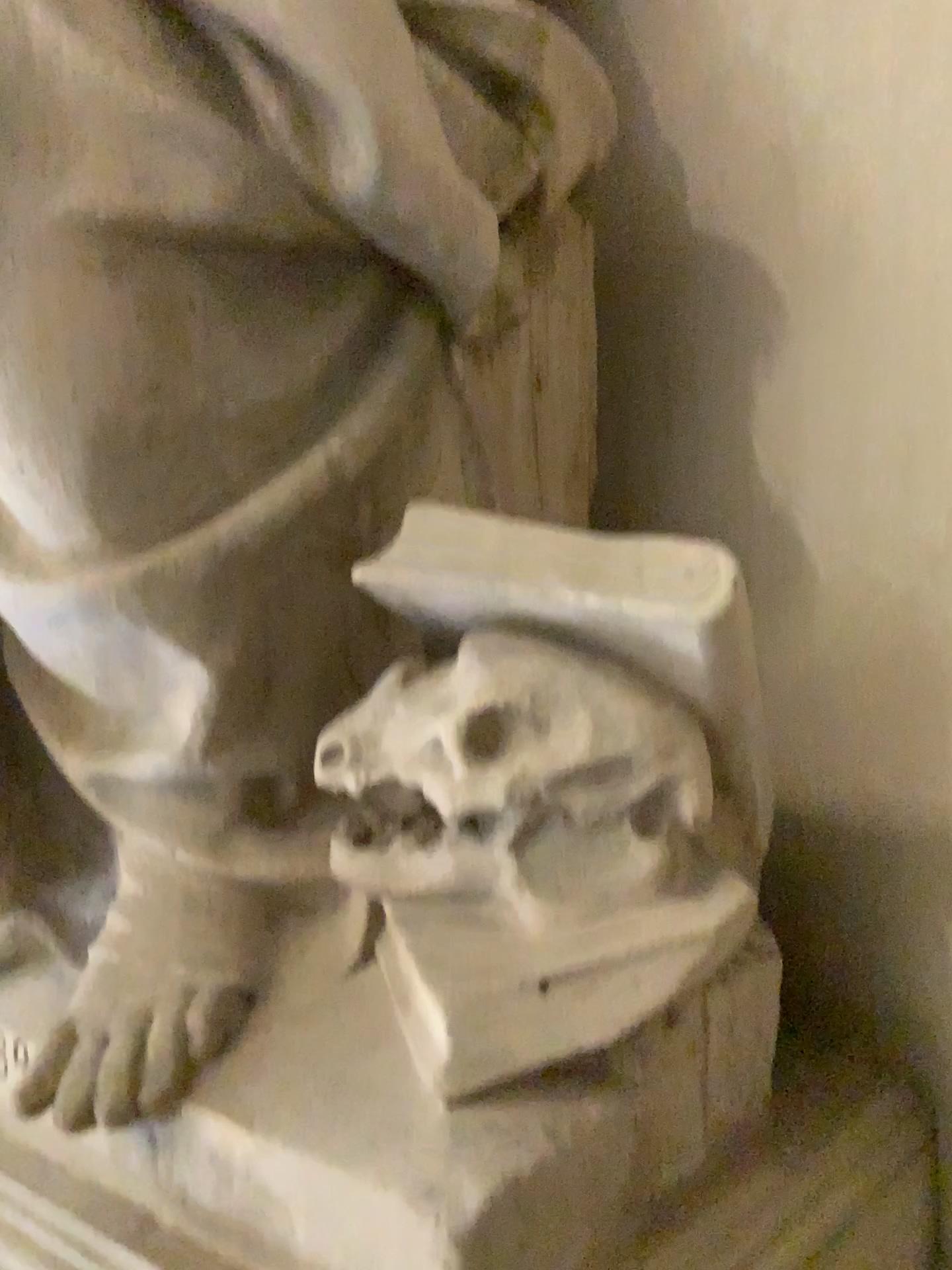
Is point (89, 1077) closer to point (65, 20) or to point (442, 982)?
point (442, 982)

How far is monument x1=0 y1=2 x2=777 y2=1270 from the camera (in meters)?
0.96

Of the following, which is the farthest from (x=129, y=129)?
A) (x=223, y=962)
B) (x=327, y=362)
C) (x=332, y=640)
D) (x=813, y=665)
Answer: (x=813, y=665)

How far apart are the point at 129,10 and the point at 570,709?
0.78m

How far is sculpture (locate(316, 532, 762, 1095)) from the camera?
0.96m

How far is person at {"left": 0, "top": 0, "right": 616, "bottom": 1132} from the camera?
1.0 meters

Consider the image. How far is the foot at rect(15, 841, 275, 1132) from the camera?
1.0 meters

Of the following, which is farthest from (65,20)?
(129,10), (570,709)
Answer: (570,709)

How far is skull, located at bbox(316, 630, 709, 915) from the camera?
1.0m
